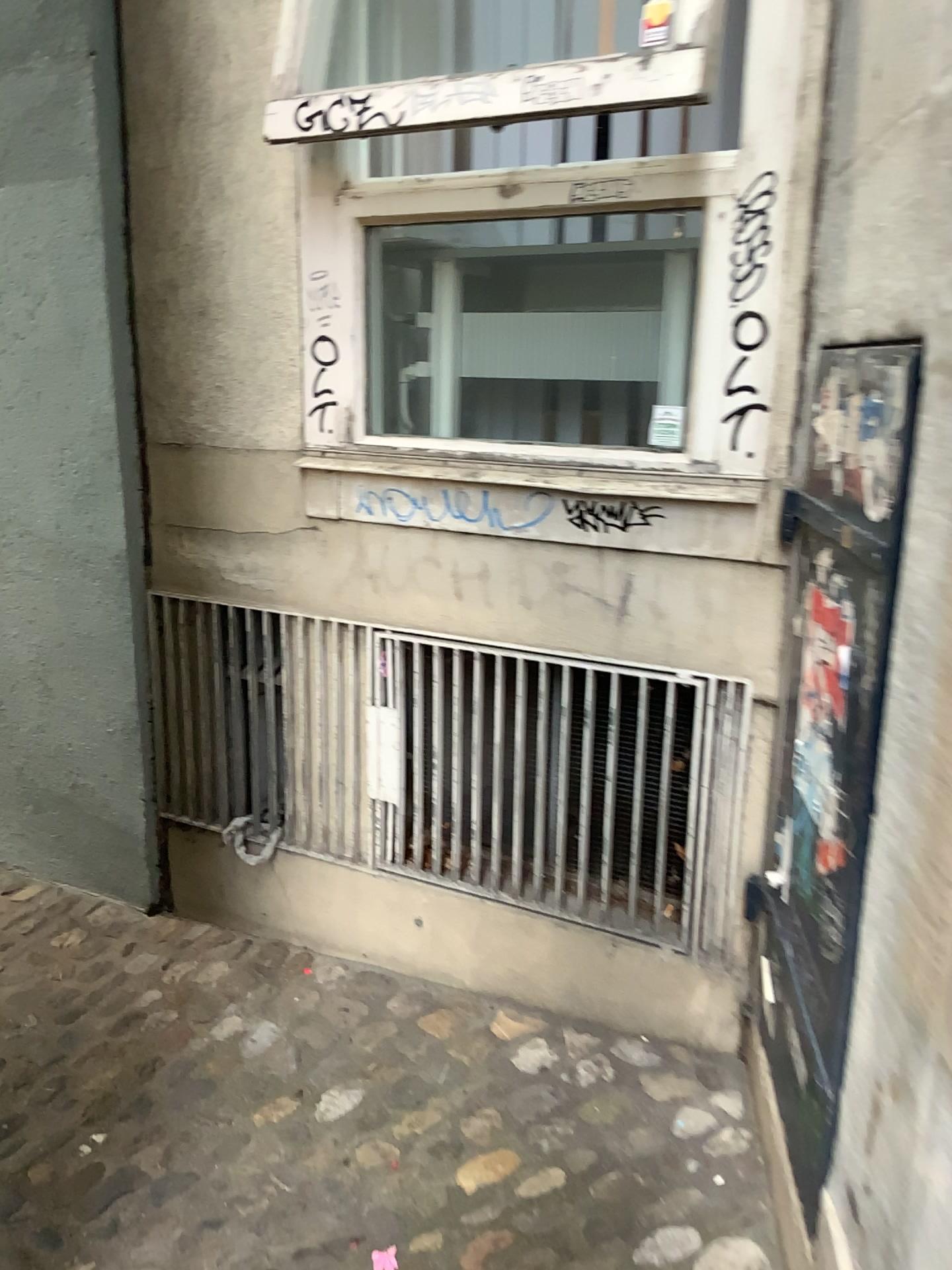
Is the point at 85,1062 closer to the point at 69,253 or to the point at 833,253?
the point at 69,253

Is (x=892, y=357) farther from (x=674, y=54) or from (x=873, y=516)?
(x=674, y=54)

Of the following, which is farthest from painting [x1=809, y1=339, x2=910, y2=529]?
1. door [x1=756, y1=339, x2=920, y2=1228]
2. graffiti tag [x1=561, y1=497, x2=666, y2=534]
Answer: graffiti tag [x1=561, y1=497, x2=666, y2=534]

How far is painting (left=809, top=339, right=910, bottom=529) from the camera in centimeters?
123cm

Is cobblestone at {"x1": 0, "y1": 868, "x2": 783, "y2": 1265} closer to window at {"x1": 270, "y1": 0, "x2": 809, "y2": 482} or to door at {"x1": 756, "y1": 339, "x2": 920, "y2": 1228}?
door at {"x1": 756, "y1": 339, "x2": 920, "y2": 1228}

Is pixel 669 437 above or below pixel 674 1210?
above

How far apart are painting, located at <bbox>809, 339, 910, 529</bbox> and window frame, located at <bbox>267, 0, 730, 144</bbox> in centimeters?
54cm

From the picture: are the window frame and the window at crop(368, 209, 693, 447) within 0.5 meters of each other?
yes

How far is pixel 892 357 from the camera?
1.23m

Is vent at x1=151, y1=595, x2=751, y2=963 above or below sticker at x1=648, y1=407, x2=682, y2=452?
below
